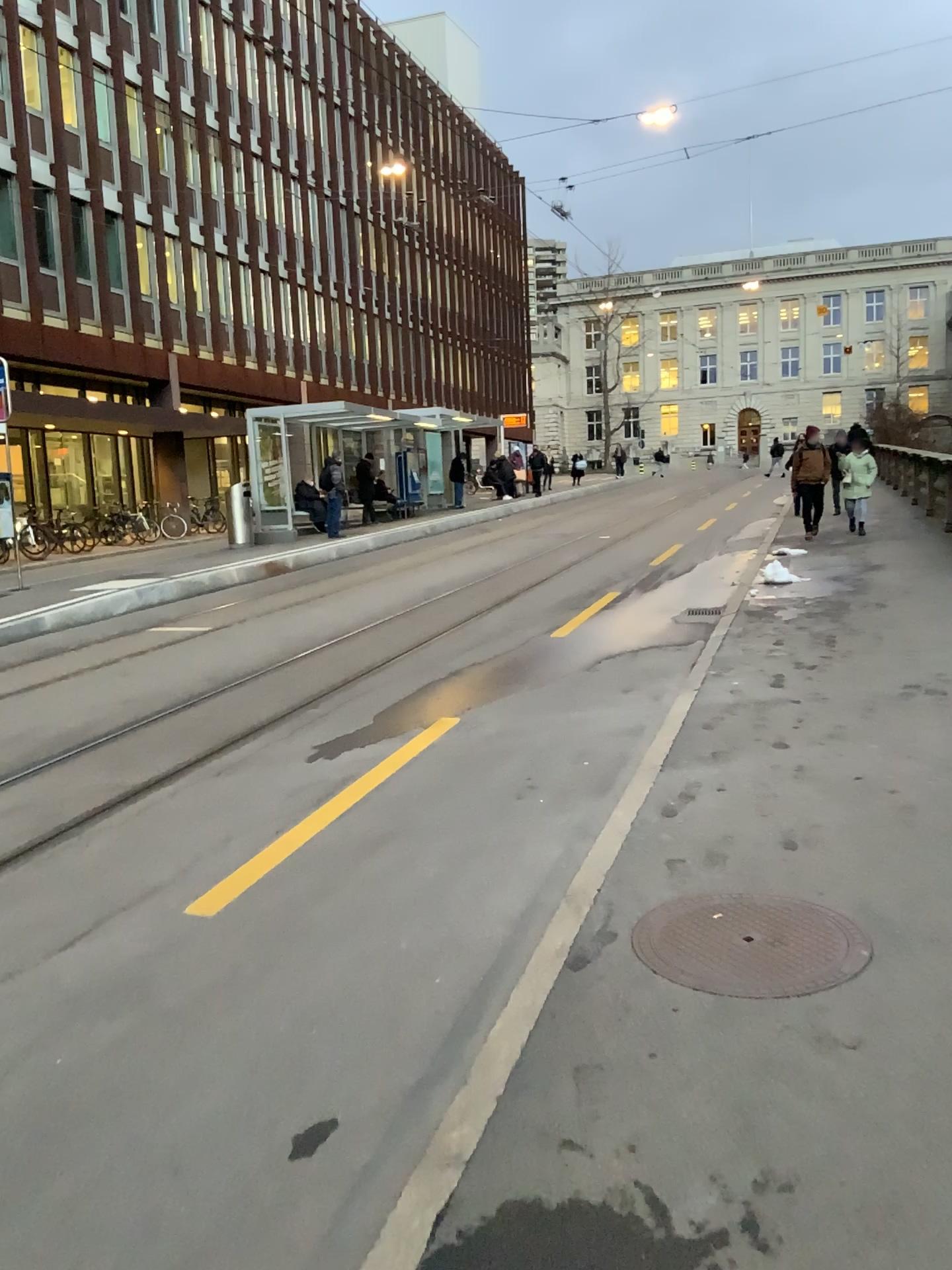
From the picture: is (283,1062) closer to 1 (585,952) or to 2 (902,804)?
1 (585,952)
